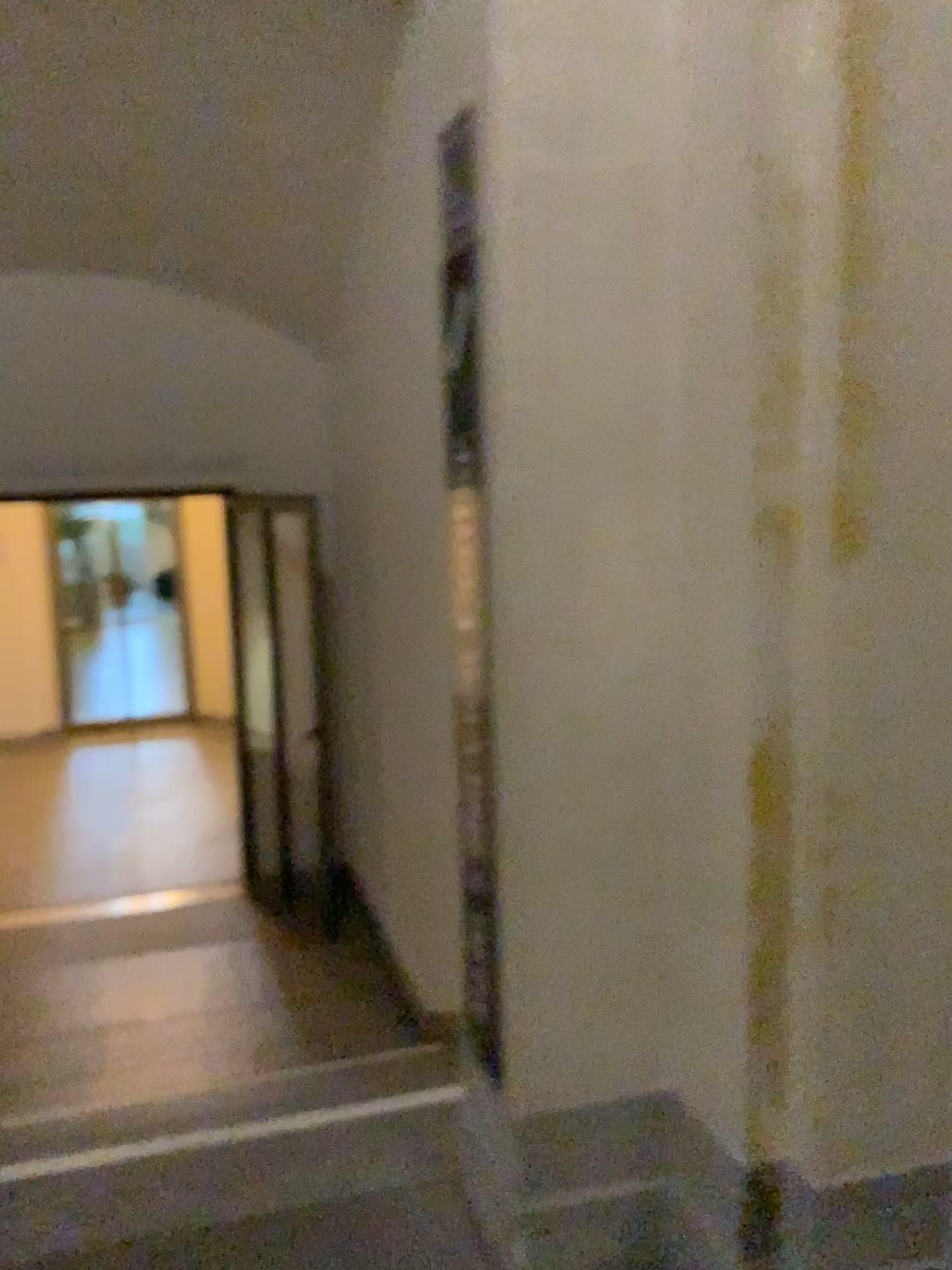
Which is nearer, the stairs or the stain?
the stain

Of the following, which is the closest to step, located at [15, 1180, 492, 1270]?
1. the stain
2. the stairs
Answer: the stairs

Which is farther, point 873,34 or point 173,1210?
point 173,1210

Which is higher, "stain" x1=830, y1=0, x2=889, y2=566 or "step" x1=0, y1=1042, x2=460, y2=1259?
"stain" x1=830, y1=0, x2=889, y2=566

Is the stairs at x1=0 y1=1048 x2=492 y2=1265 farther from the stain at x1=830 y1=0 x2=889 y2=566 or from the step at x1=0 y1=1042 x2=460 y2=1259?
the stain at x1=830 y1=0 x2=889 y2=566

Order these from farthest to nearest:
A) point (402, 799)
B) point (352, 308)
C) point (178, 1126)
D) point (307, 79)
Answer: point (352, 308), point (402, 799), point (307, 79), point (178, 1126)

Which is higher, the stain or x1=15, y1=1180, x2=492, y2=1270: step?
the stain

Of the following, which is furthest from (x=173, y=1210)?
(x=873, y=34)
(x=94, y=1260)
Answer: (x=873, y=34)

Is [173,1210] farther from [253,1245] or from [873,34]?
[873,34]

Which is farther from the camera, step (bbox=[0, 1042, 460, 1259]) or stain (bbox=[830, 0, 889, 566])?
step (bbox=[0, 1042, 460, 1259])
